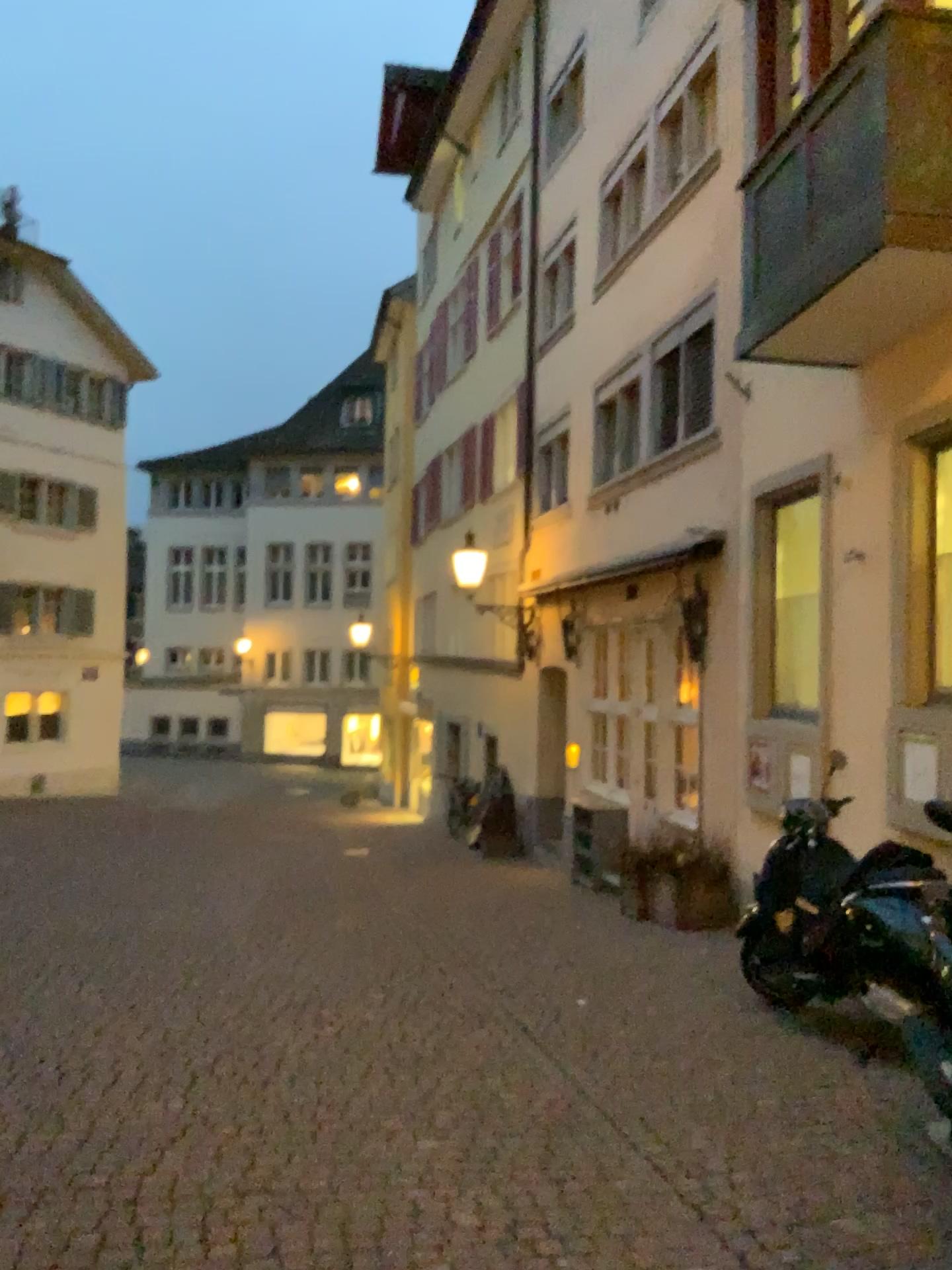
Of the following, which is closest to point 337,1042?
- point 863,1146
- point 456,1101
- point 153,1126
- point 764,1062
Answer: point 456,1101
